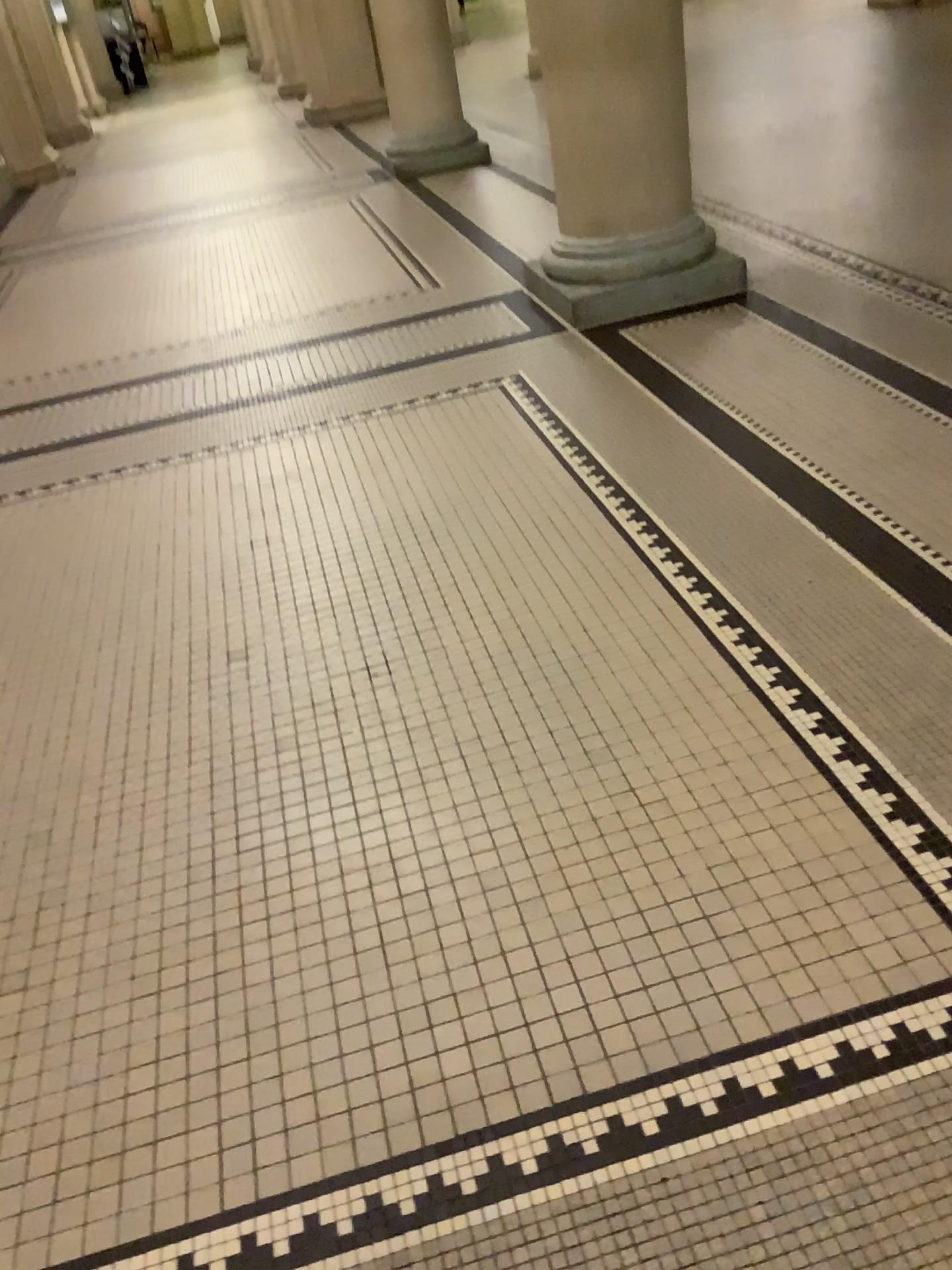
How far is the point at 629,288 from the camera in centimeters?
416cm

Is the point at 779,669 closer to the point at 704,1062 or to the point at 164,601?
the point at 704,1062

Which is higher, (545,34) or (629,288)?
(545,34)

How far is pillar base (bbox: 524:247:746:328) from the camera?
4.2 meters
